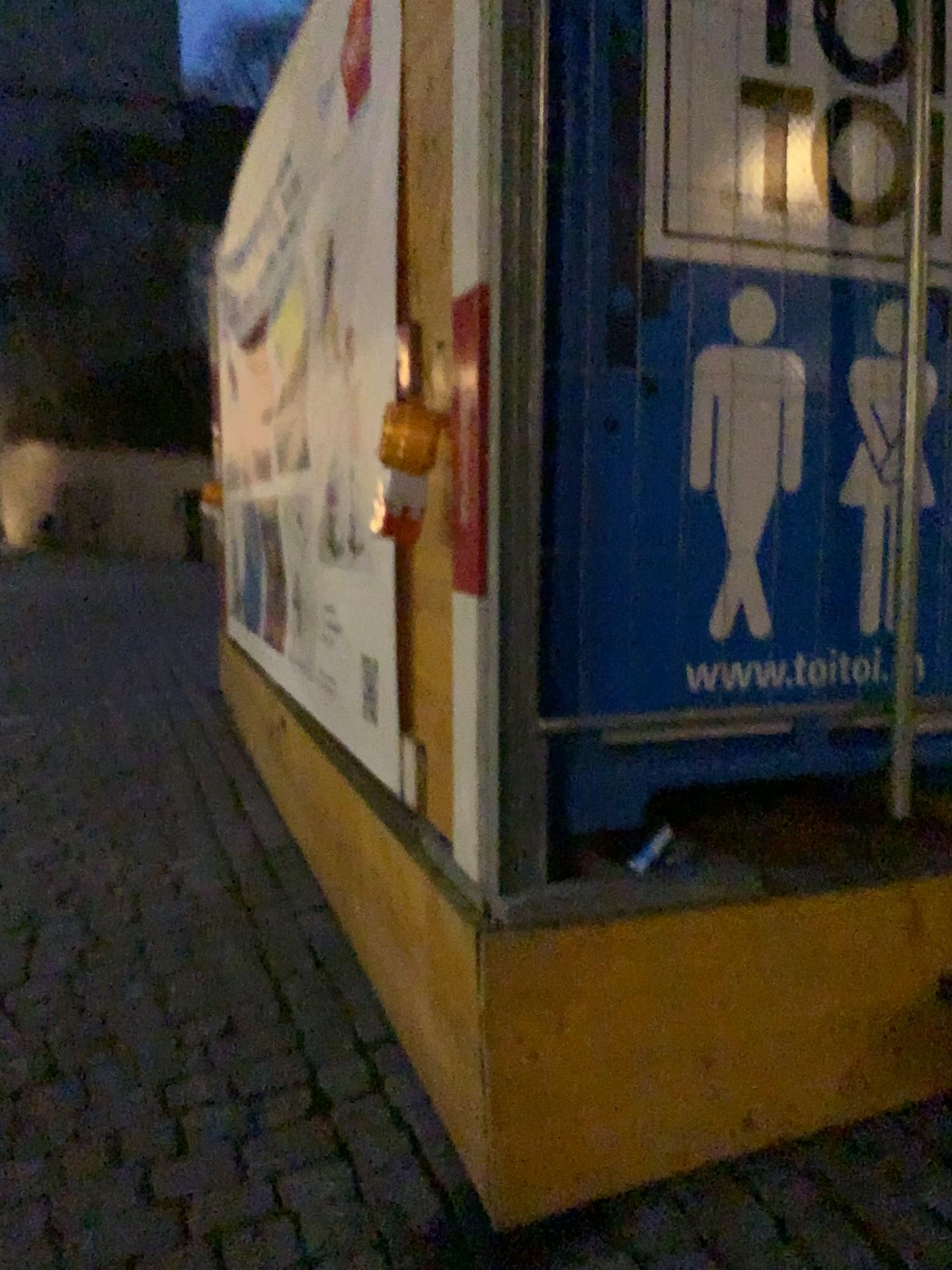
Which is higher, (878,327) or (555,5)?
(555,5)

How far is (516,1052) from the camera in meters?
1.7 m

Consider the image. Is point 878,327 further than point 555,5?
Yes

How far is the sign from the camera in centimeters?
184cm

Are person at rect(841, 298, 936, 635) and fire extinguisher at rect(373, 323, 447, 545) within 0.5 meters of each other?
no

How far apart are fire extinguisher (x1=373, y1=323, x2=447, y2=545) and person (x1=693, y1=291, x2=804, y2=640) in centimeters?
49cm

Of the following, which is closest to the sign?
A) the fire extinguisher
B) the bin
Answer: the bin

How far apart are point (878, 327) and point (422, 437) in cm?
90

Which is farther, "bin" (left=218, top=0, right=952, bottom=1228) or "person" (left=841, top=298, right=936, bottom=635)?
"person" (left=841, top=298, right=936, bottom=635)

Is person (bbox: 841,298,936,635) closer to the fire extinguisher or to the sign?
the sign
